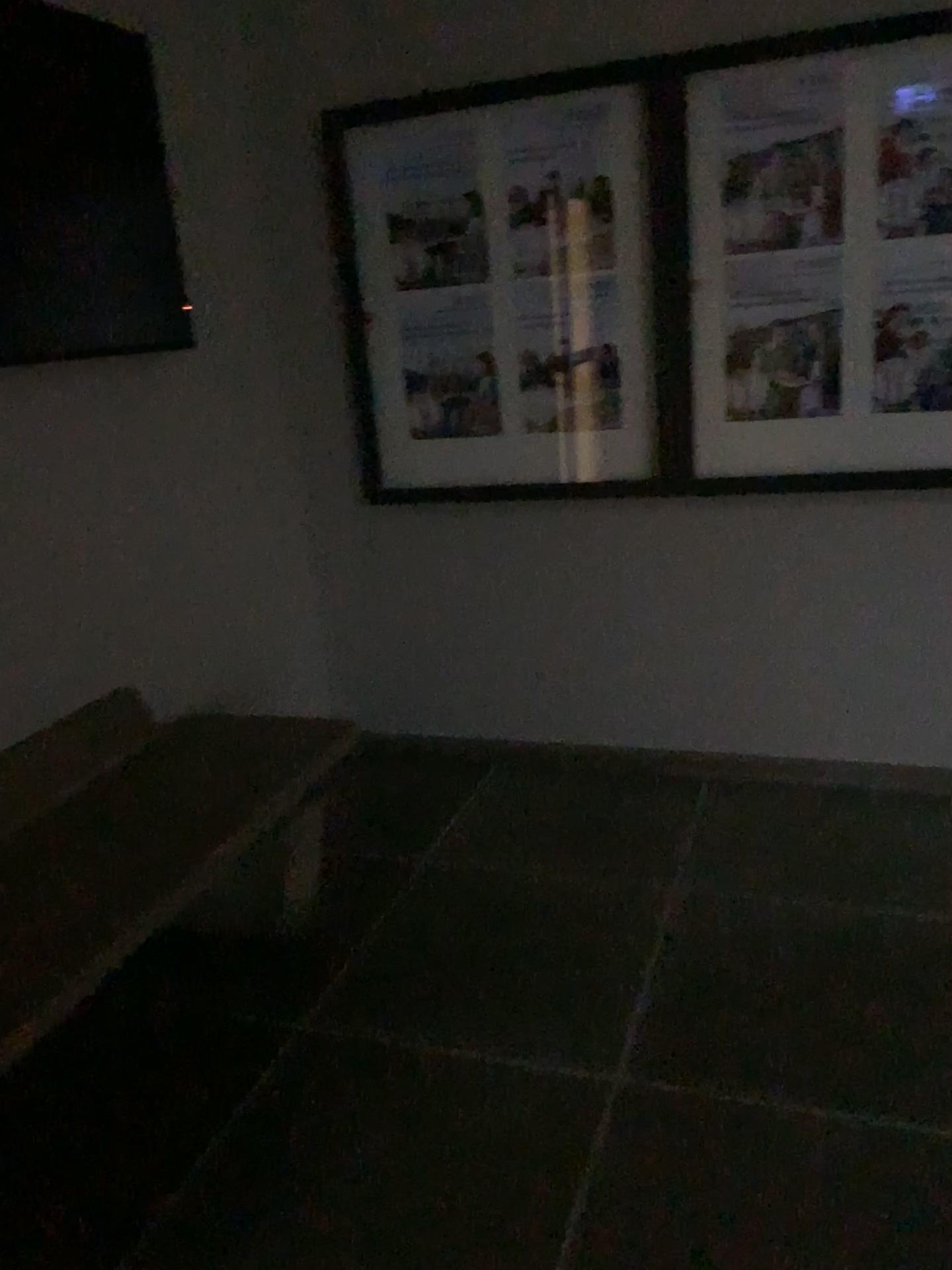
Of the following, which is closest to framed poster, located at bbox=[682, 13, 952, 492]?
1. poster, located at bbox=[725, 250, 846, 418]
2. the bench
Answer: poster, located at bbox=[725, 250, 846, 418]

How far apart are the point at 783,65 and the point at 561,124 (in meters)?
0.57

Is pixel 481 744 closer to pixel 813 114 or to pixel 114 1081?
pixel 114 1081

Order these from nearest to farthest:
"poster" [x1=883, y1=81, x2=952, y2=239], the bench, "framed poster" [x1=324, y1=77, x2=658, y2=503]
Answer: the bench, "poster" [x1=883, y1=81, x2=952, y2=239], "framed poster" [x1=324, y1=77, x2=658, y2=503]

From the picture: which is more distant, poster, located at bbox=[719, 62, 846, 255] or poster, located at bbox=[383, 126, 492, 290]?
poster, located at bbox=[383, 126, 492, 290]

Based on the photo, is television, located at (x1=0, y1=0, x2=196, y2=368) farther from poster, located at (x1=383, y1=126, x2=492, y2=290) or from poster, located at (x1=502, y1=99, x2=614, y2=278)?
poster, located at (x1=502, y1=99, x2=614, y2=278)

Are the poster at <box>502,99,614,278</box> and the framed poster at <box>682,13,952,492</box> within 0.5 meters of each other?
yes

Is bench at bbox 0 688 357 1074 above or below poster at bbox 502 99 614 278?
below

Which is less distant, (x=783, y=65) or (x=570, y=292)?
(x=783, y=65)

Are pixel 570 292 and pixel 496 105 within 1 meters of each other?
yes
